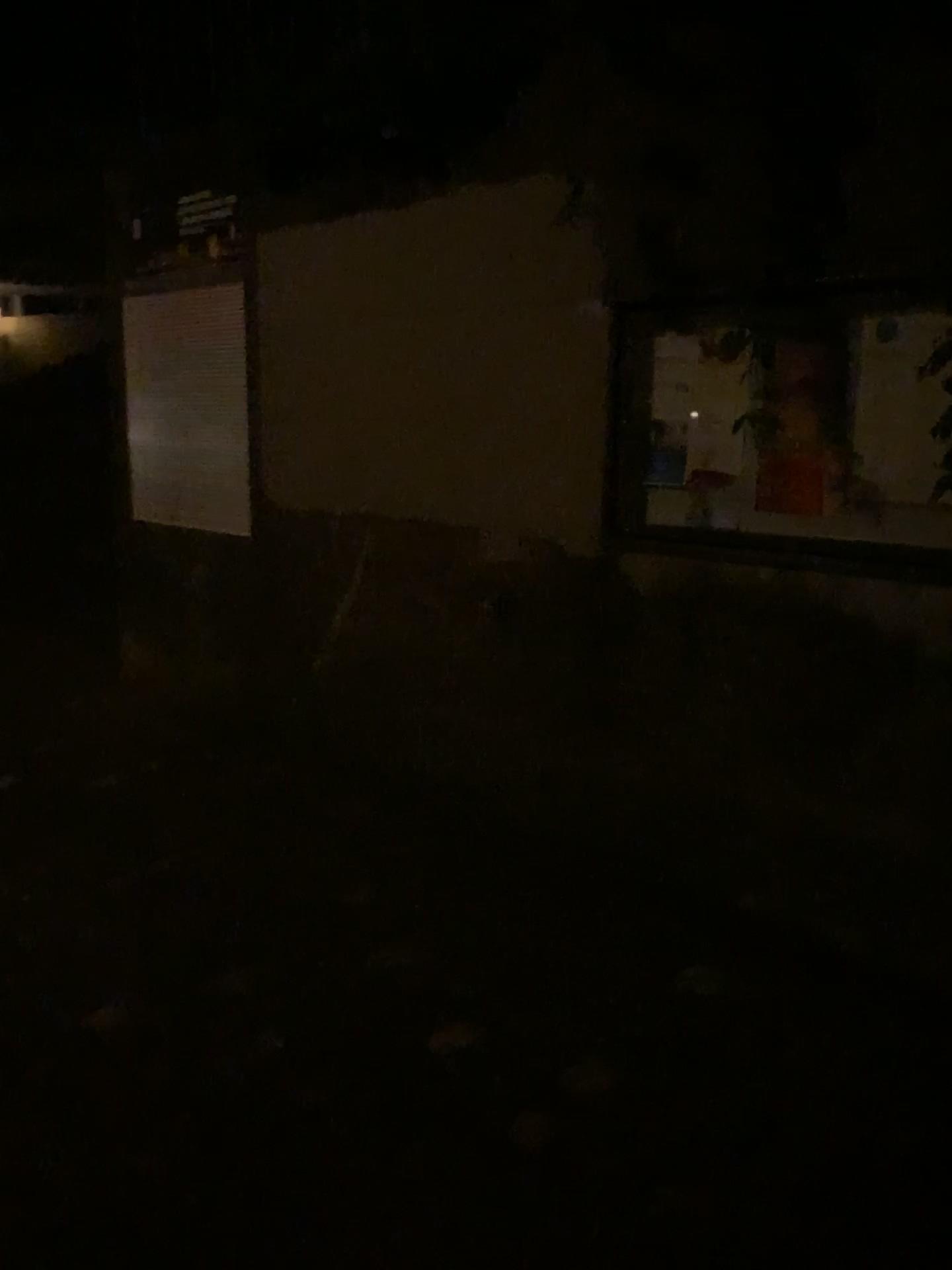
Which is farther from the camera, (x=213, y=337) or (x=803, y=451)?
(x=213, y=337)

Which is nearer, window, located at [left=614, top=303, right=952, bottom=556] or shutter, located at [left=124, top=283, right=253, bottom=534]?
window, located at [left=614, top=303, right=952, bottom=556]

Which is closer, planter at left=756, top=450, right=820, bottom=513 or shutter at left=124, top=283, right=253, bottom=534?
planter at left=756, top=450, right=820, bottom=513

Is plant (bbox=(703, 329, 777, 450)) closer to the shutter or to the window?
the window

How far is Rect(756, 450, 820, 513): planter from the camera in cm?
247

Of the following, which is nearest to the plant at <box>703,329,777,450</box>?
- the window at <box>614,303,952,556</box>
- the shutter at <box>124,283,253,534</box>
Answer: the window at <box>614,303,952,556</box>

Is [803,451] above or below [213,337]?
below

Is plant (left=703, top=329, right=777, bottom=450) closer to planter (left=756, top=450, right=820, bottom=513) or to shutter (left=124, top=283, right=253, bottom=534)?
planter (left=756, top=450, right=820, bottom=513)

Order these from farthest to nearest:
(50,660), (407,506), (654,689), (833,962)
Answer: (50,660) → (407,506) → (654,689) → (833,962)

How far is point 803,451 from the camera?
2.5m
